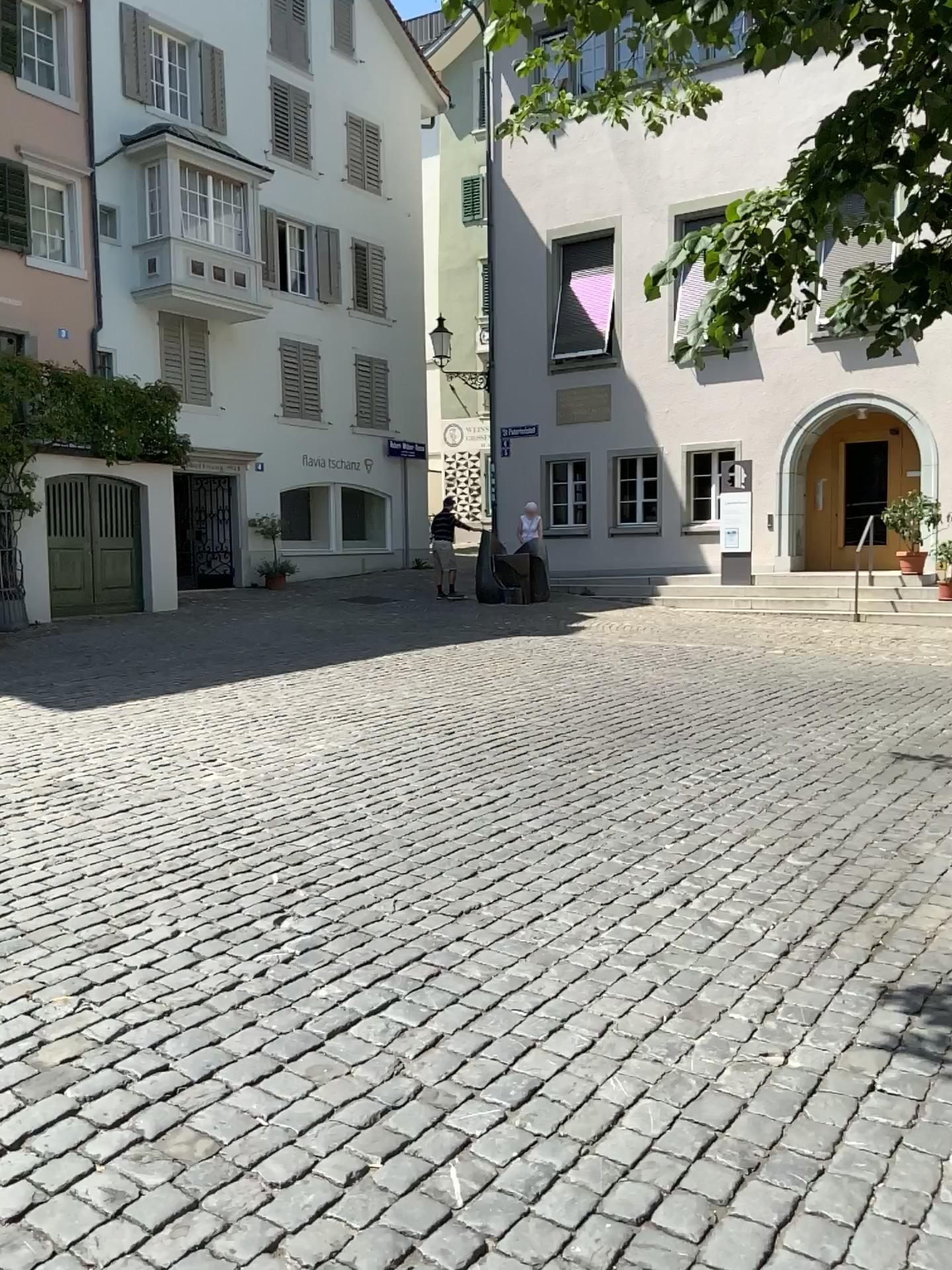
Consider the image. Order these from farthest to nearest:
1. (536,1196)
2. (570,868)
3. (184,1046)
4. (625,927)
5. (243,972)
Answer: (570,868) → (625,927) → (243,972) → (184,1046) → (536,1196)
